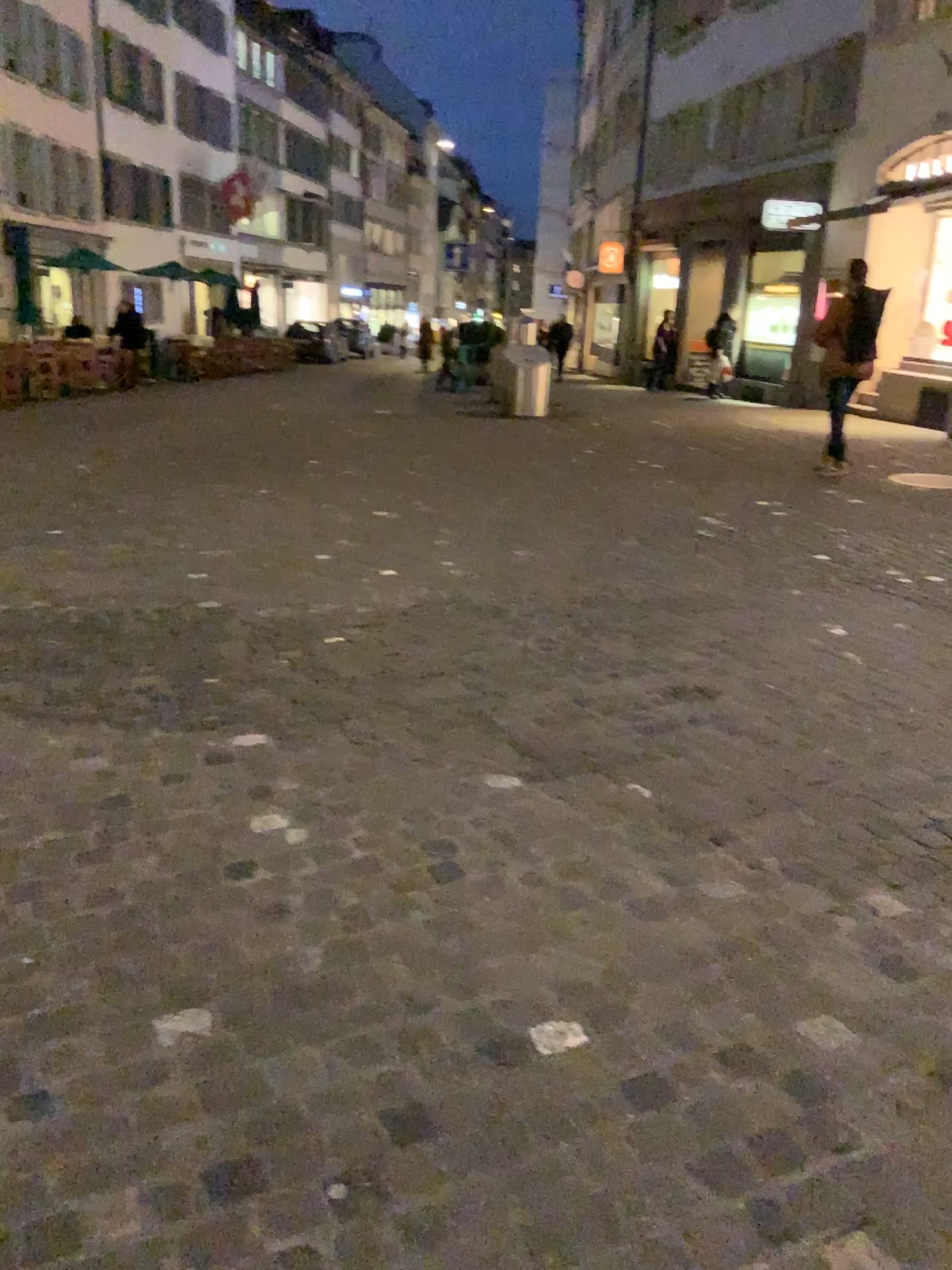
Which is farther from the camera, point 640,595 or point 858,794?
point 640,595
